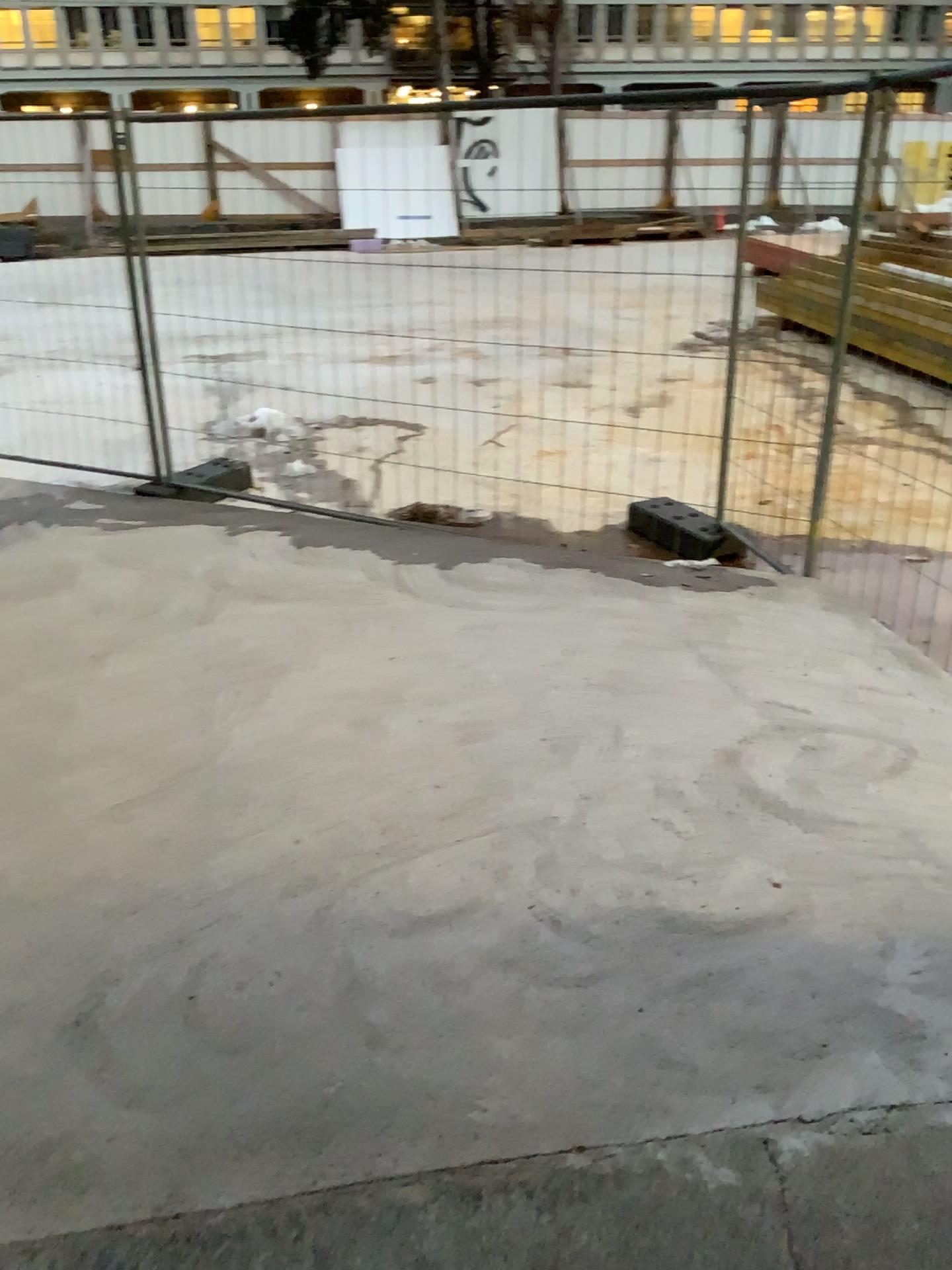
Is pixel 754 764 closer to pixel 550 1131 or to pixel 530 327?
pixel 550 1131
